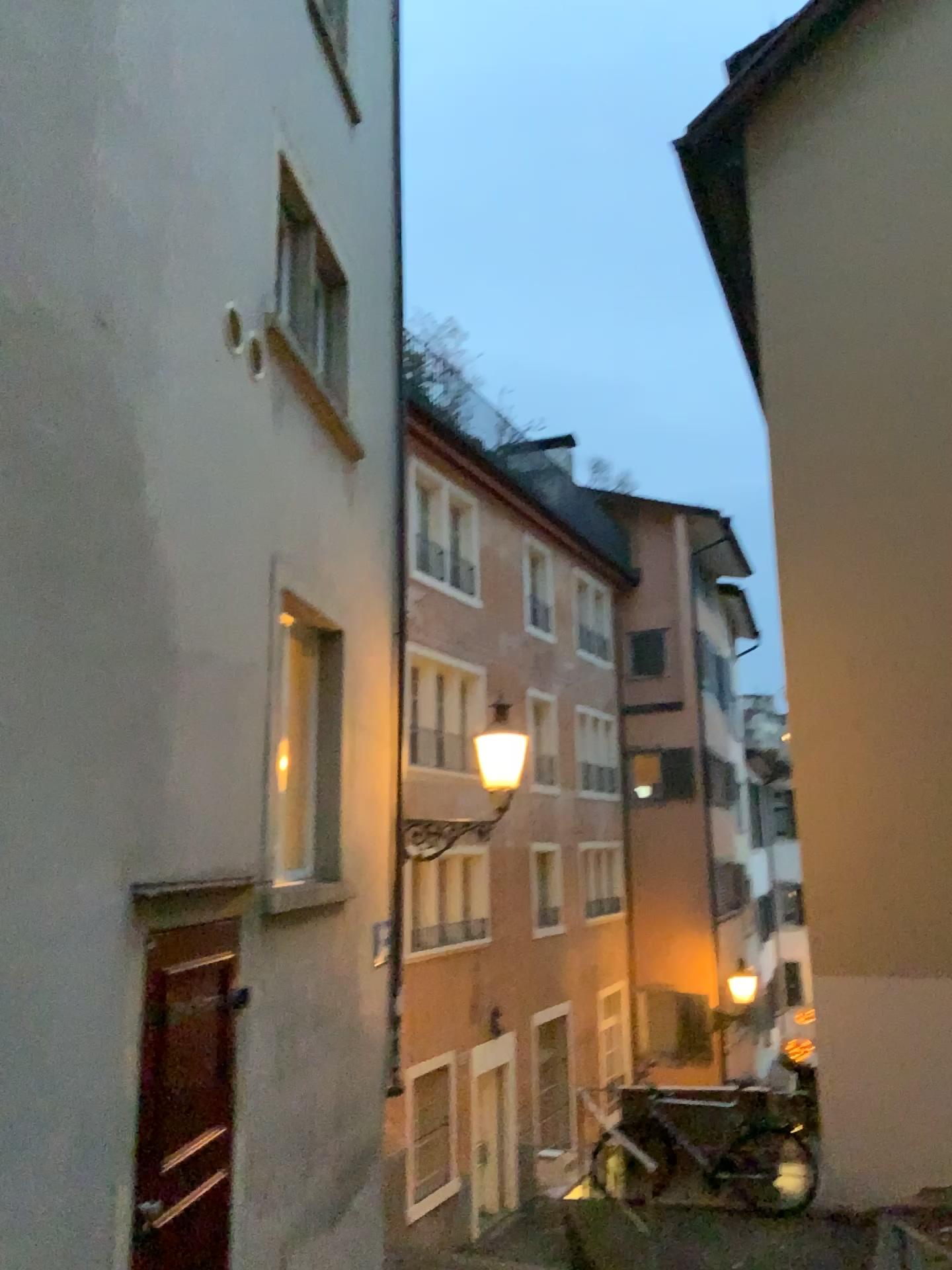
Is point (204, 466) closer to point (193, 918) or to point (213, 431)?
point (213, 431)
